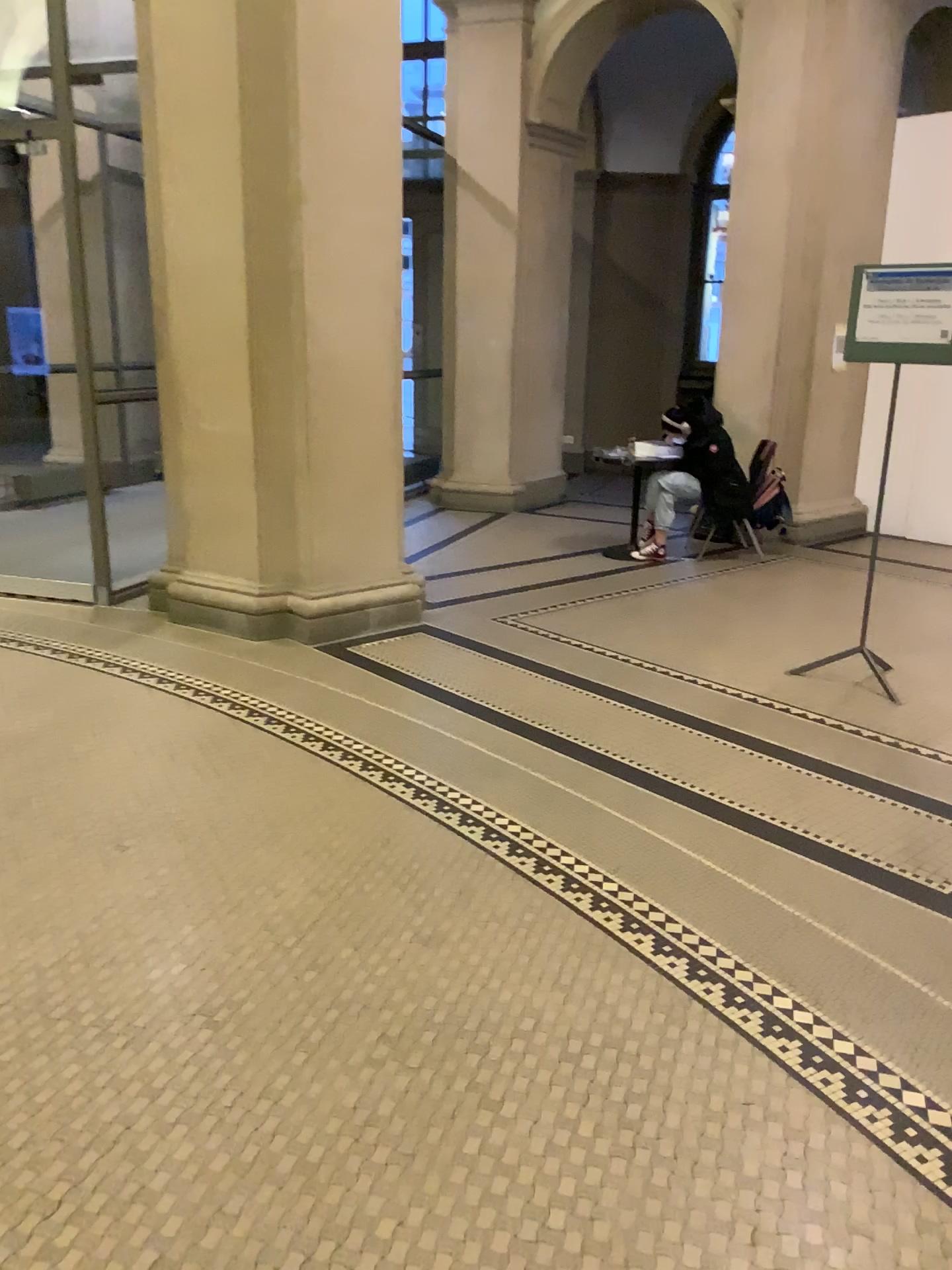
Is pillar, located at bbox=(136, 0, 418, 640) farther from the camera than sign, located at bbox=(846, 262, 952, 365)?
Yes

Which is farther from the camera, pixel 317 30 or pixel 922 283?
pixel 317 30

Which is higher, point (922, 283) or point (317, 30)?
point (317, 30)

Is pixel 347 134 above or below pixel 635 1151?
above
